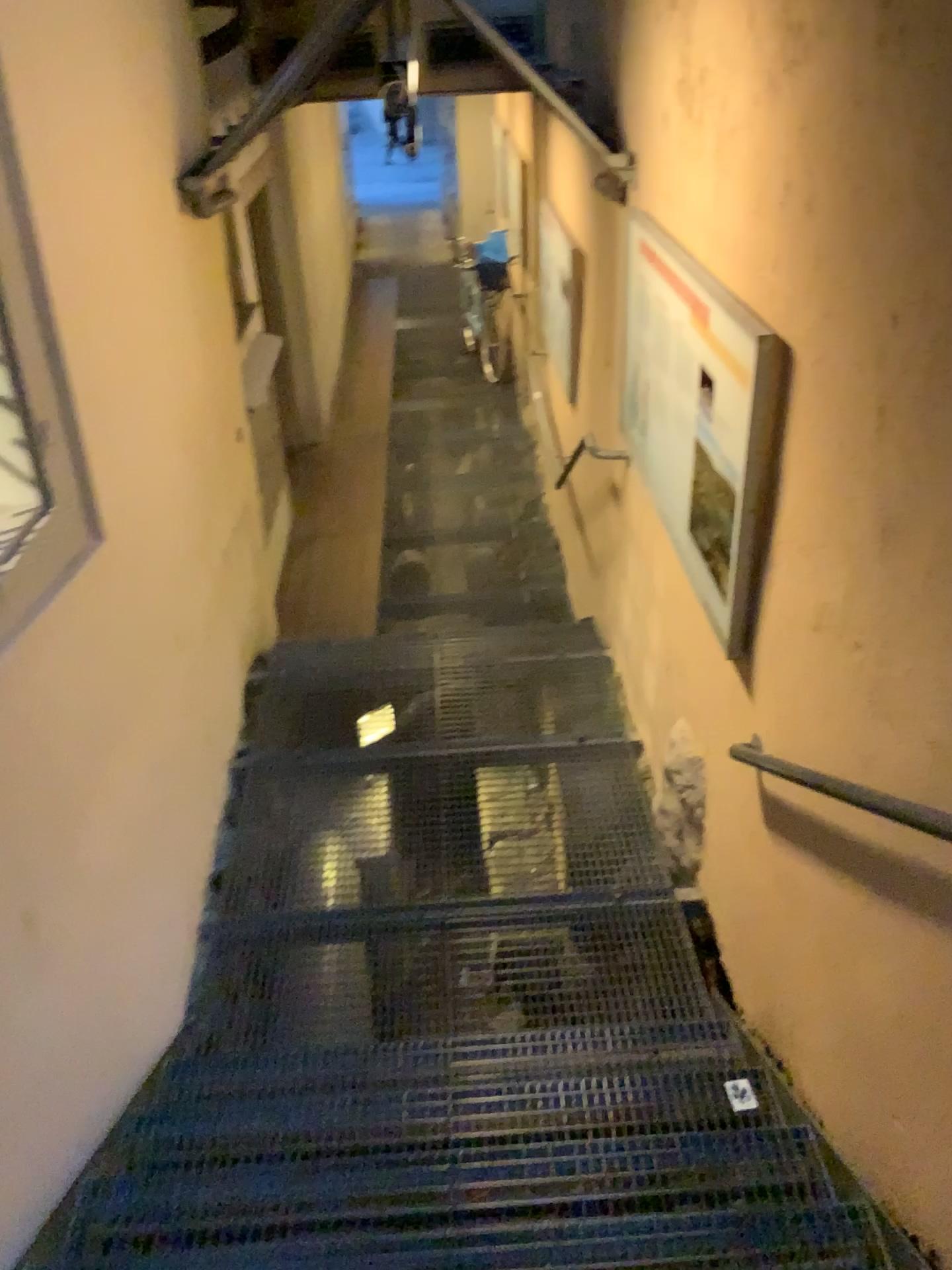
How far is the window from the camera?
2.6 meters

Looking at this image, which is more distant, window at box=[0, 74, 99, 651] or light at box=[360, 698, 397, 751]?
light at box=[360, 698, 397, 751]

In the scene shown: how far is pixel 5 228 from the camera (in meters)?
2.56

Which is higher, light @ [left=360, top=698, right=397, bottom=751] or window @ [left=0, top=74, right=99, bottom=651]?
window @ [left=0, top=74, right=99, bottom=651]

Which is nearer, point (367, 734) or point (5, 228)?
point (5, 228)

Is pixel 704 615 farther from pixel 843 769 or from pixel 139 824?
pixel 139 824

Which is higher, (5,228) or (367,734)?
(5,228)
